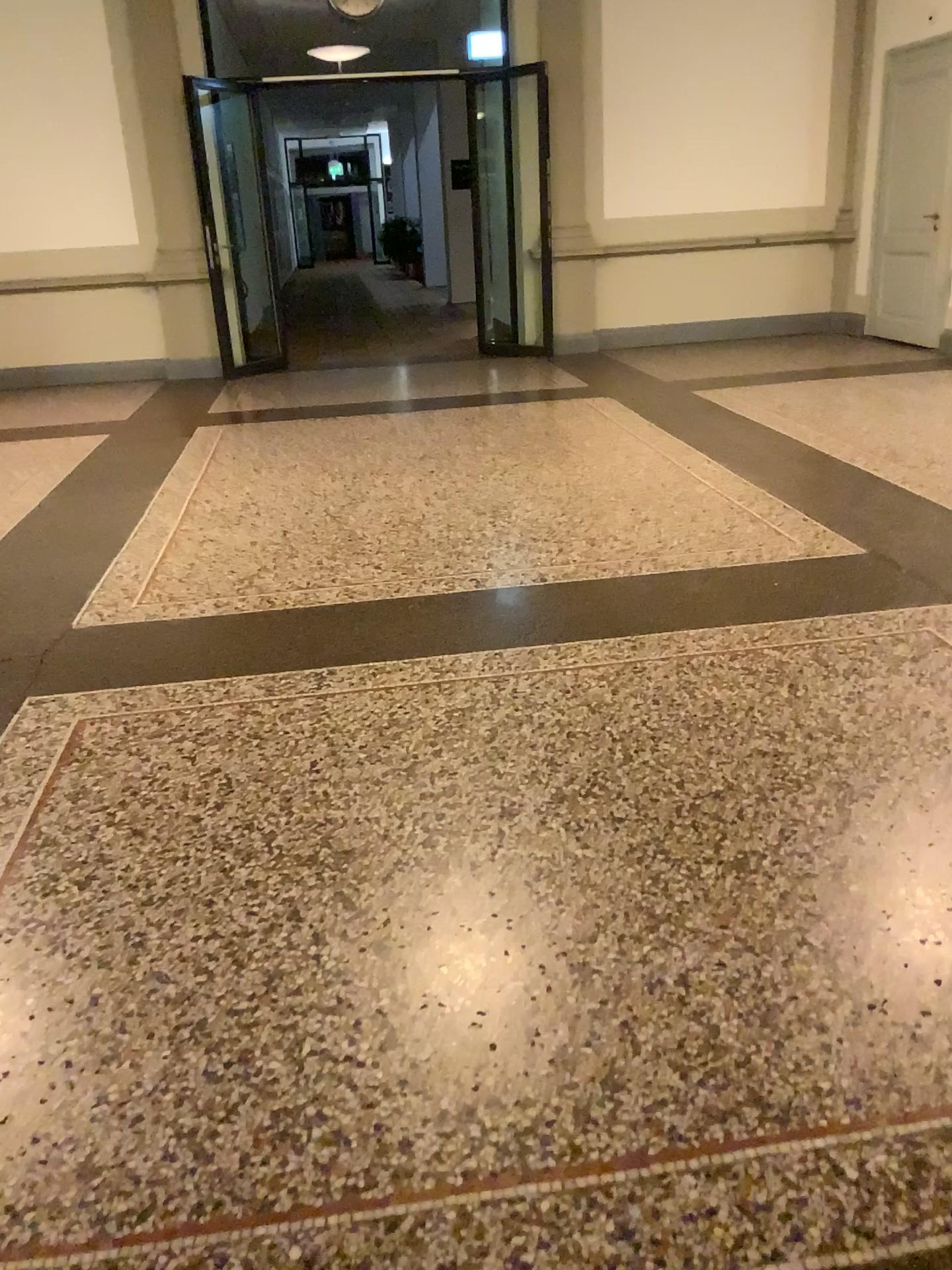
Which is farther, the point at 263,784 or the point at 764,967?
the point at 263,784
